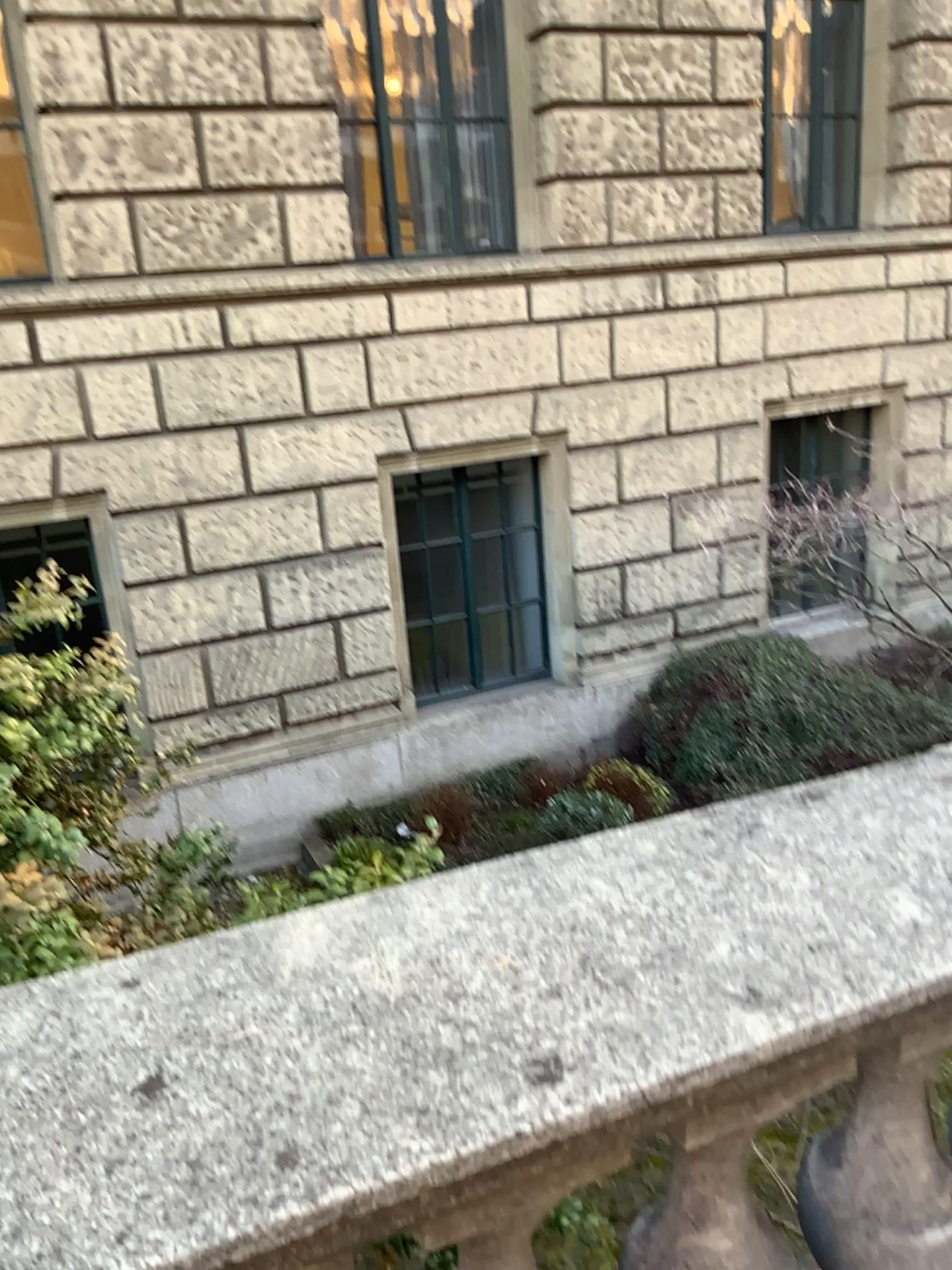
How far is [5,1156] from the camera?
0.70m

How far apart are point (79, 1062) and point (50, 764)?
1.39m

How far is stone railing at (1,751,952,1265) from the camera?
0.7 meters
